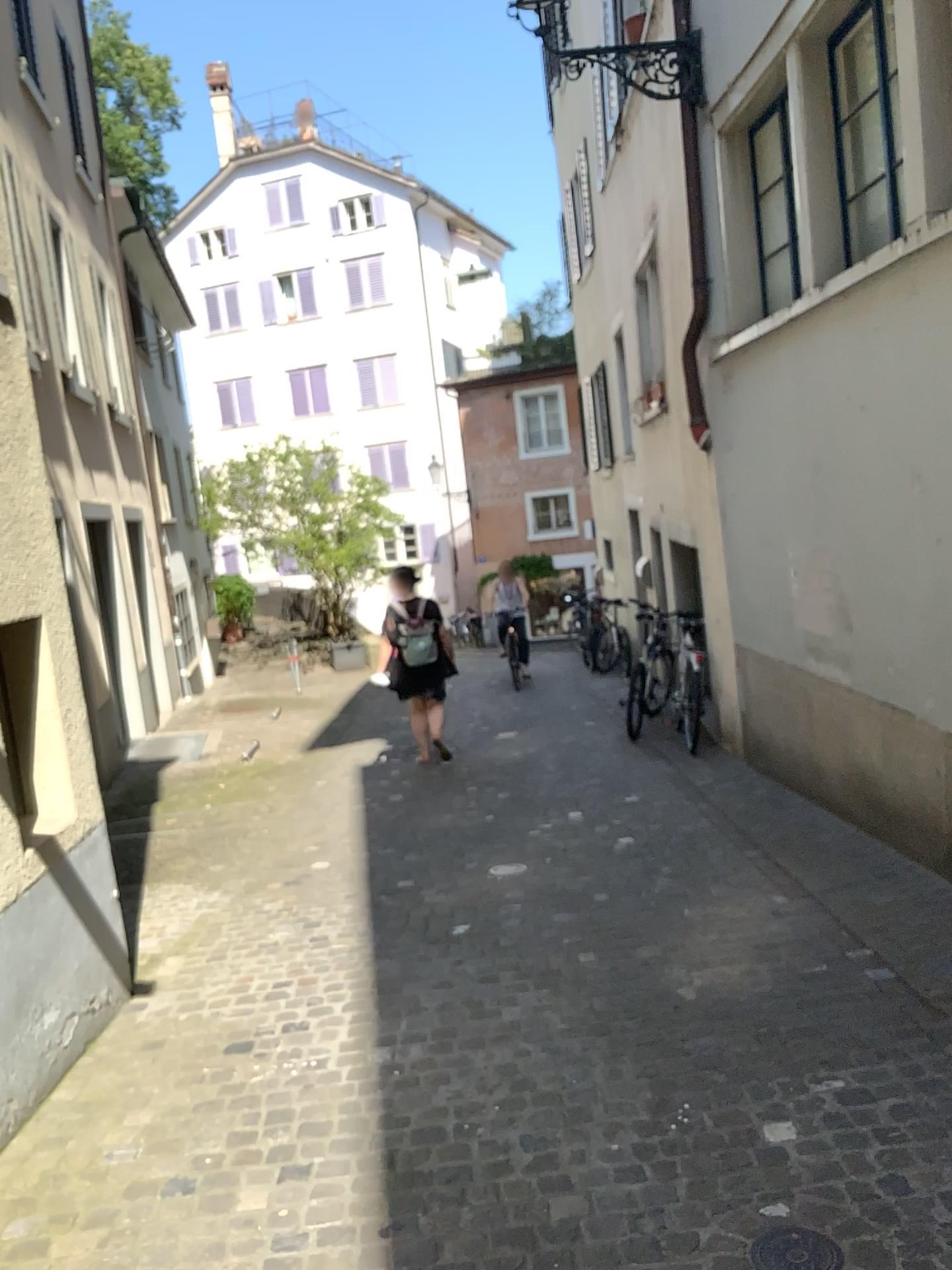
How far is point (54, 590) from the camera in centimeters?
391cm

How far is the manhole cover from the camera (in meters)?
2.22

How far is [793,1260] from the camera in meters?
2.2 m
